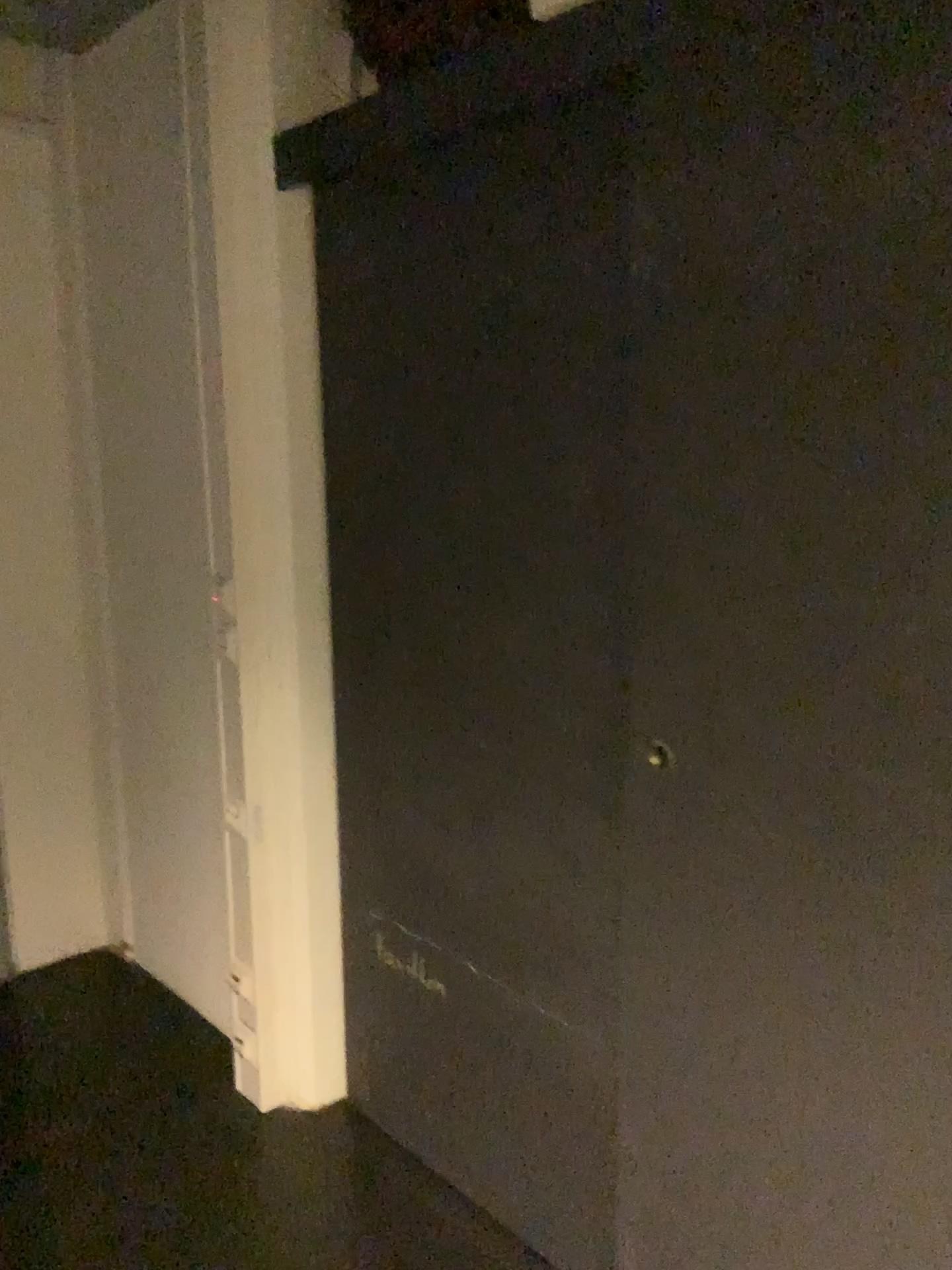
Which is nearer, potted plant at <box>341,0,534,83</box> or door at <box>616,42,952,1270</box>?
door at <box>616,42,952,1270</box>

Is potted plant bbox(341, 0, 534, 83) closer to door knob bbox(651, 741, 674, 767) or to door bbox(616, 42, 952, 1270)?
door bbox(616, 42, 952, 1270)

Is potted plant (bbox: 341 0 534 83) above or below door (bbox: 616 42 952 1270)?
above

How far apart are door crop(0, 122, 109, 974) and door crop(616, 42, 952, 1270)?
1.96m

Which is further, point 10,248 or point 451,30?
point 10,248

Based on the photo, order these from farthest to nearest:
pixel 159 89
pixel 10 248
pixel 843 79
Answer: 1. pixel 10 248
2. pixel 159 89
3. pixel 843 79

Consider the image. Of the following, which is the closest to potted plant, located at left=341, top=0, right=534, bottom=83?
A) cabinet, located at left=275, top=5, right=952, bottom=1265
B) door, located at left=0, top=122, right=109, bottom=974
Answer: cabinet, located at left=275, top=5, right=952, bottom=1265

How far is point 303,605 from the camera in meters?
2.3 m

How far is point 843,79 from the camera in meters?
1.2 m

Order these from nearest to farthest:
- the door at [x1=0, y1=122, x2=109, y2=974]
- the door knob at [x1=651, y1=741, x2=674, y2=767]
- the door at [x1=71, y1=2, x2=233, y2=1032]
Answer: the door knob at [x1=651, y1=741, x2=674, y2=767] → the door at [x1=71, y1=2, x2=233, y2=1032] → the door at [x1=0, y1=122, x2=109, y2=974]
